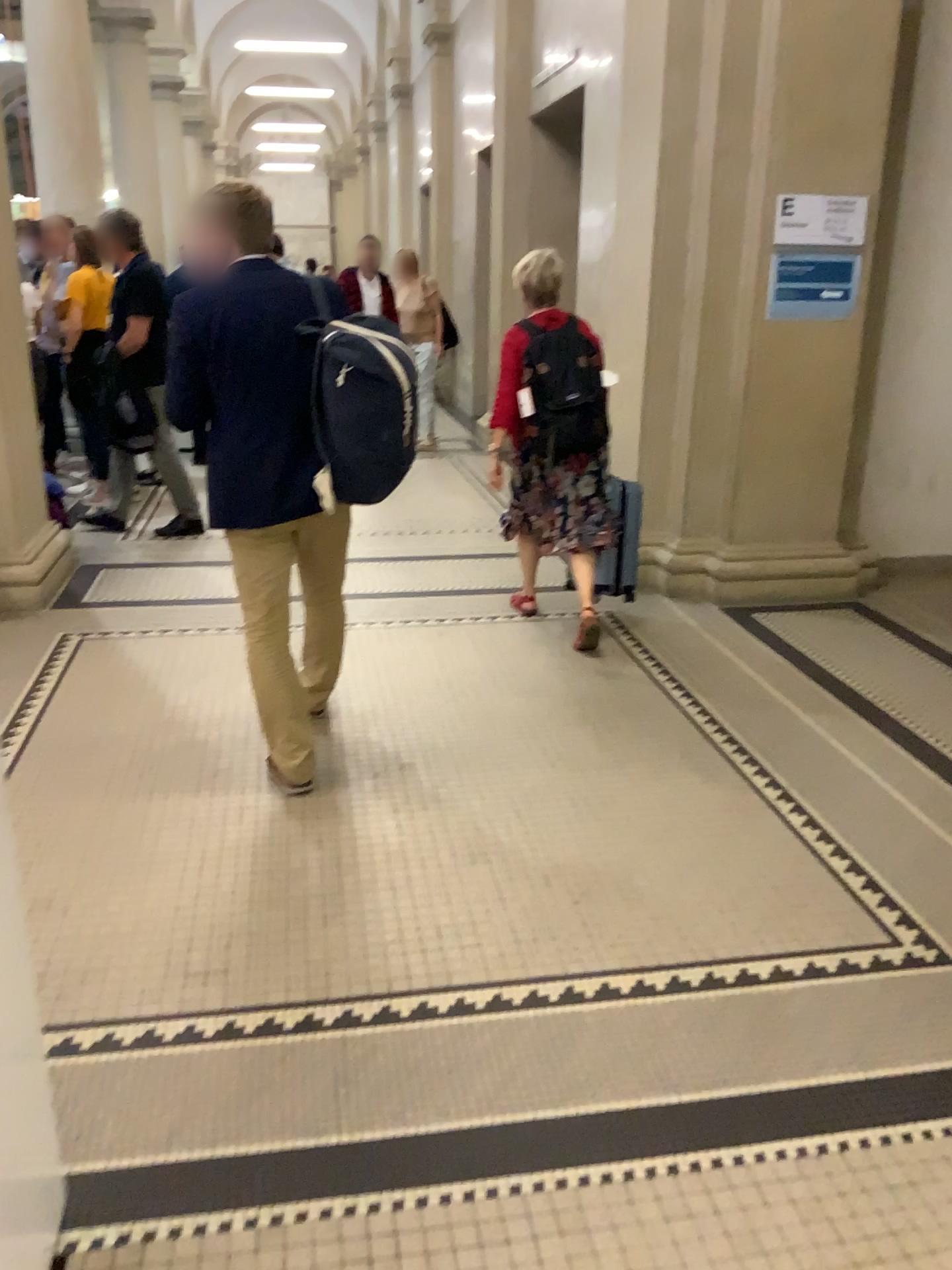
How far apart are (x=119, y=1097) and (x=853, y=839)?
2.0m

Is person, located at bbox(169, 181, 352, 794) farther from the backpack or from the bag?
the backpack

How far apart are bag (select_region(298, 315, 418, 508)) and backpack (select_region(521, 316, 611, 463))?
1.35m

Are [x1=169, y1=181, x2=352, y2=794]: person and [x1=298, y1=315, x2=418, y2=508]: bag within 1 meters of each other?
yes

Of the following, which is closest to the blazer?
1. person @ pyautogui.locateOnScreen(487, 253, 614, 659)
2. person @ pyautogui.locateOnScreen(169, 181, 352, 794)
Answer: person @ pyautogui.locateOnScreen(169, 181, 352, 794)

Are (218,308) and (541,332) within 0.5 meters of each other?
no

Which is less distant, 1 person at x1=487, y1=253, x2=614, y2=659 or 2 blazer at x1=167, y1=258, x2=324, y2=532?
2 blazer at x1=167, y1=258, x2=324, y2=532

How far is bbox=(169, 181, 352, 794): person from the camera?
2.8m

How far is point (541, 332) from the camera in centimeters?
413cm

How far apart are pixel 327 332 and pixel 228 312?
0.3m
